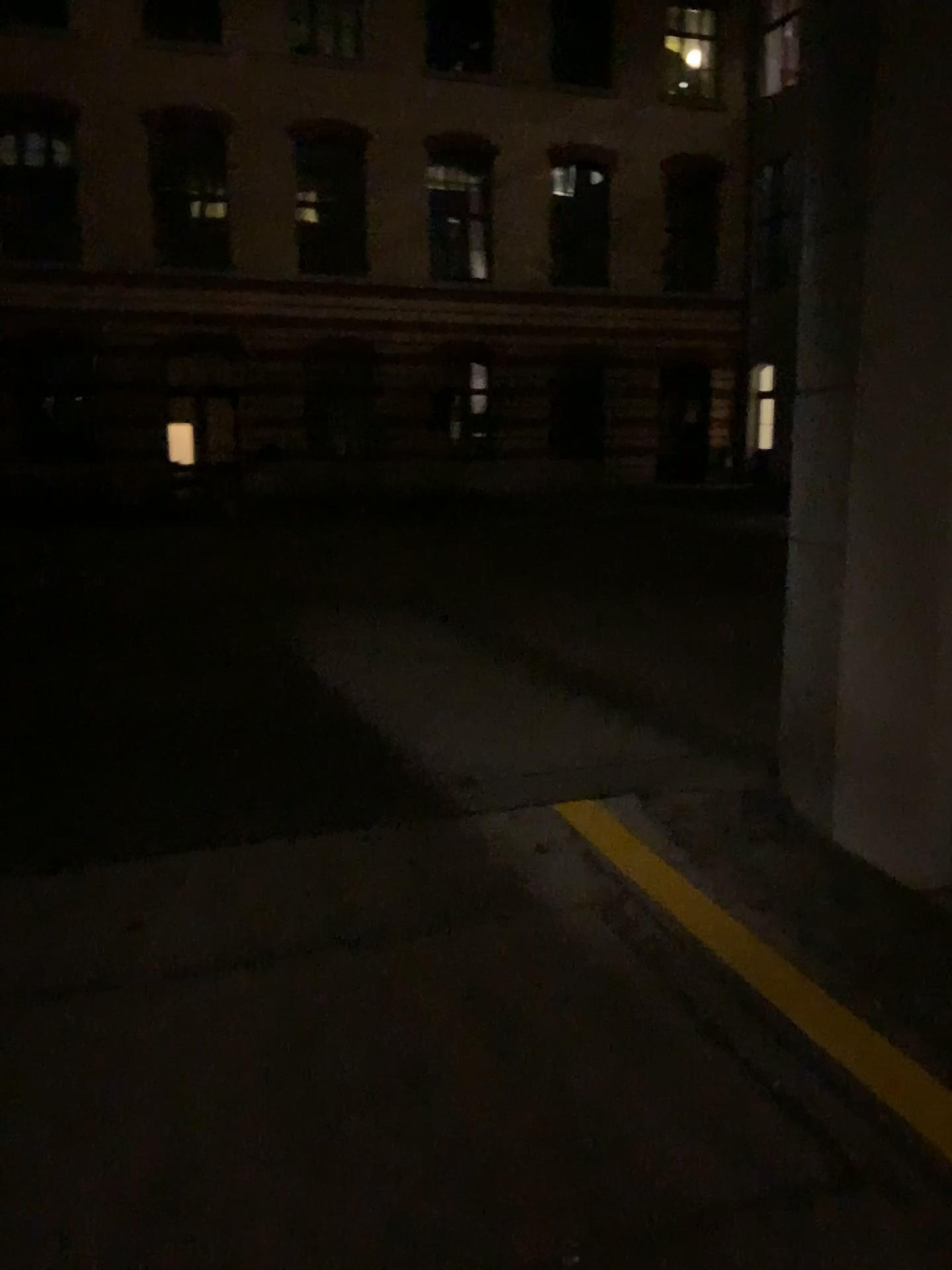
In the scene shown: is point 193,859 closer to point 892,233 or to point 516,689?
point 516,689
